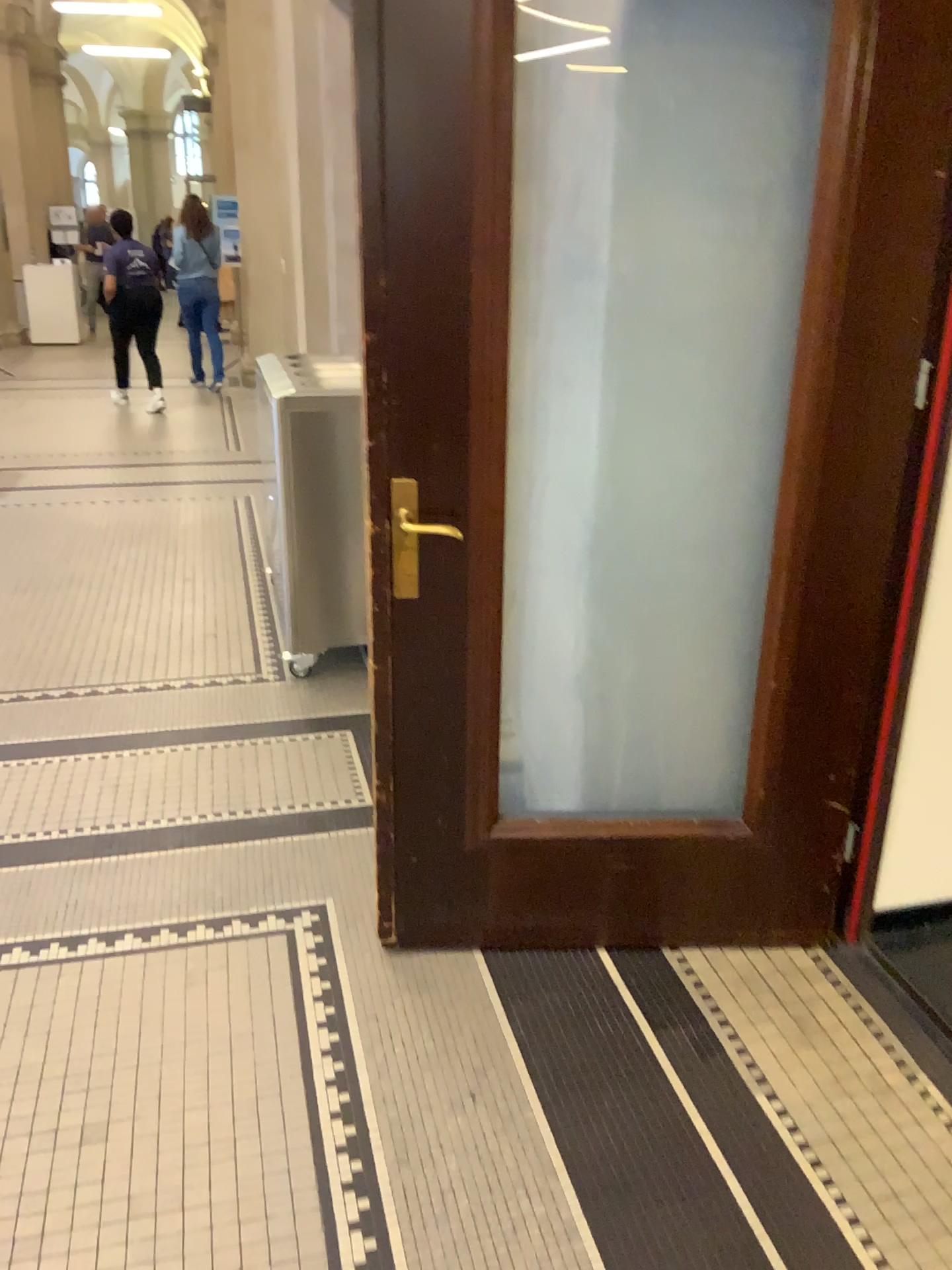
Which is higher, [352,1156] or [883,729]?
[883,729]
